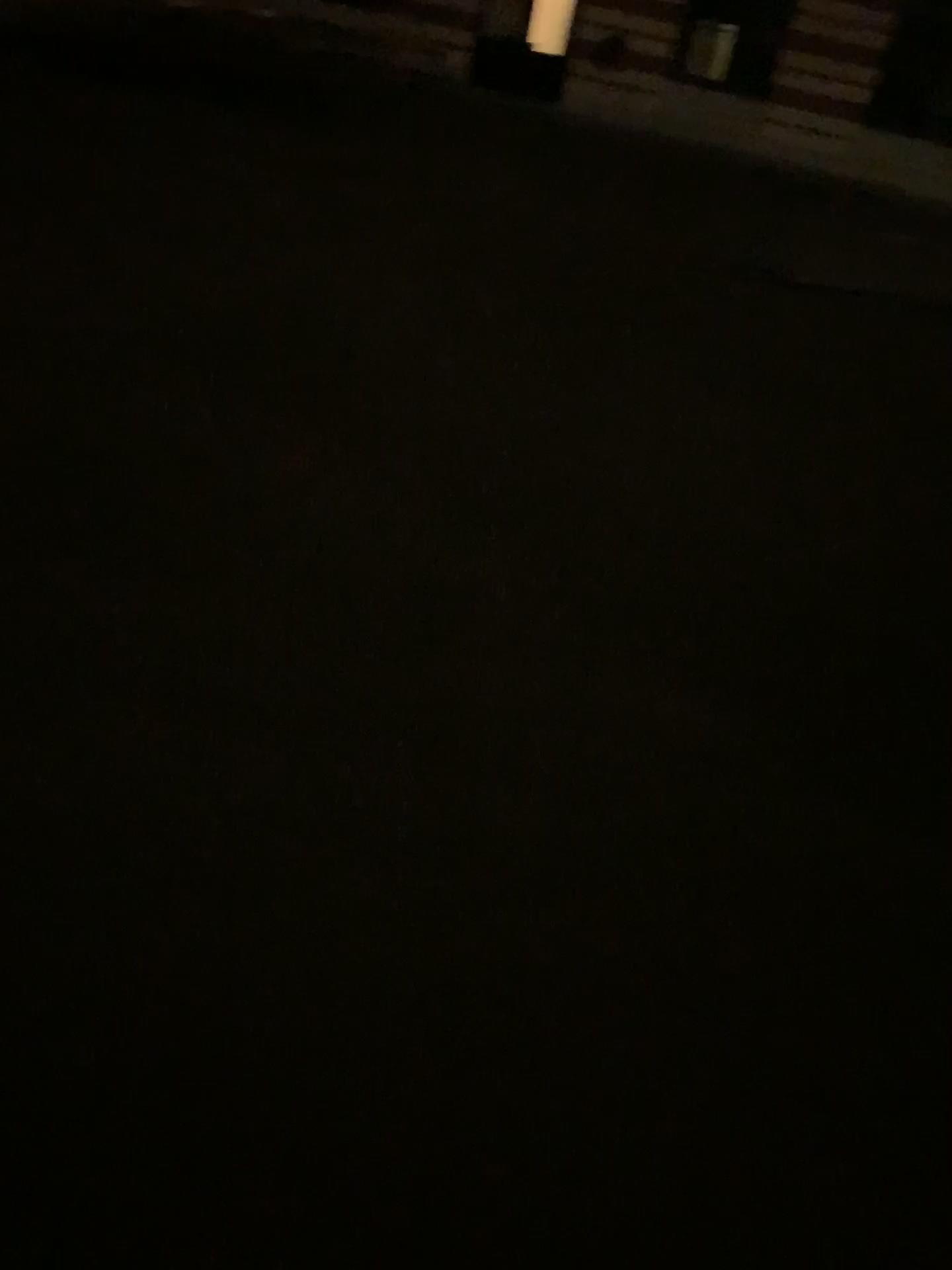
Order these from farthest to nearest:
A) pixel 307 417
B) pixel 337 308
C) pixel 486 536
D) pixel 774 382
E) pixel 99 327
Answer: pixel 774 382, pixel 337 308, pixel 99 327, pixel 307 417, pixel 486 536
